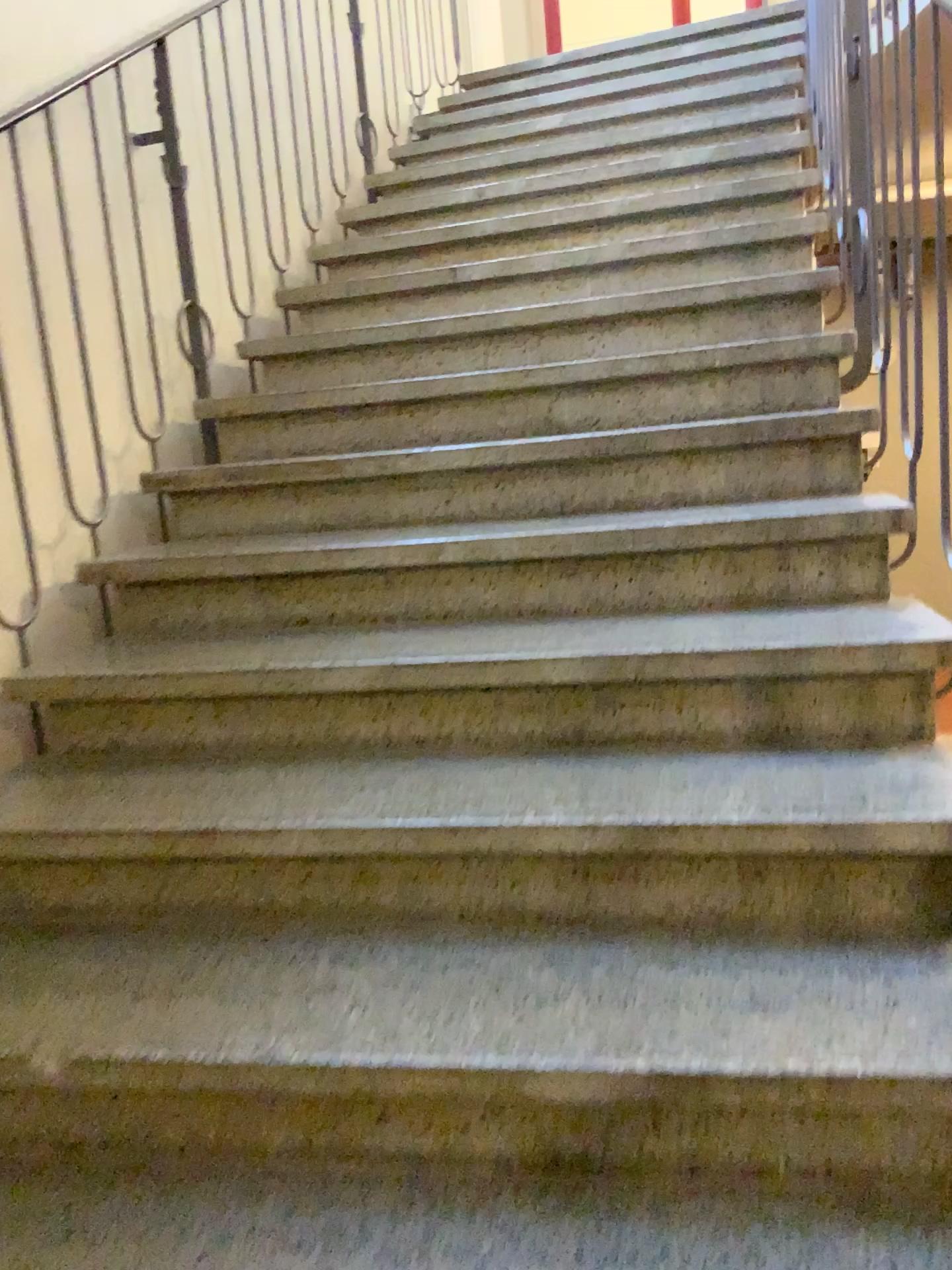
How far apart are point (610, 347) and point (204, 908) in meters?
1.7 m
